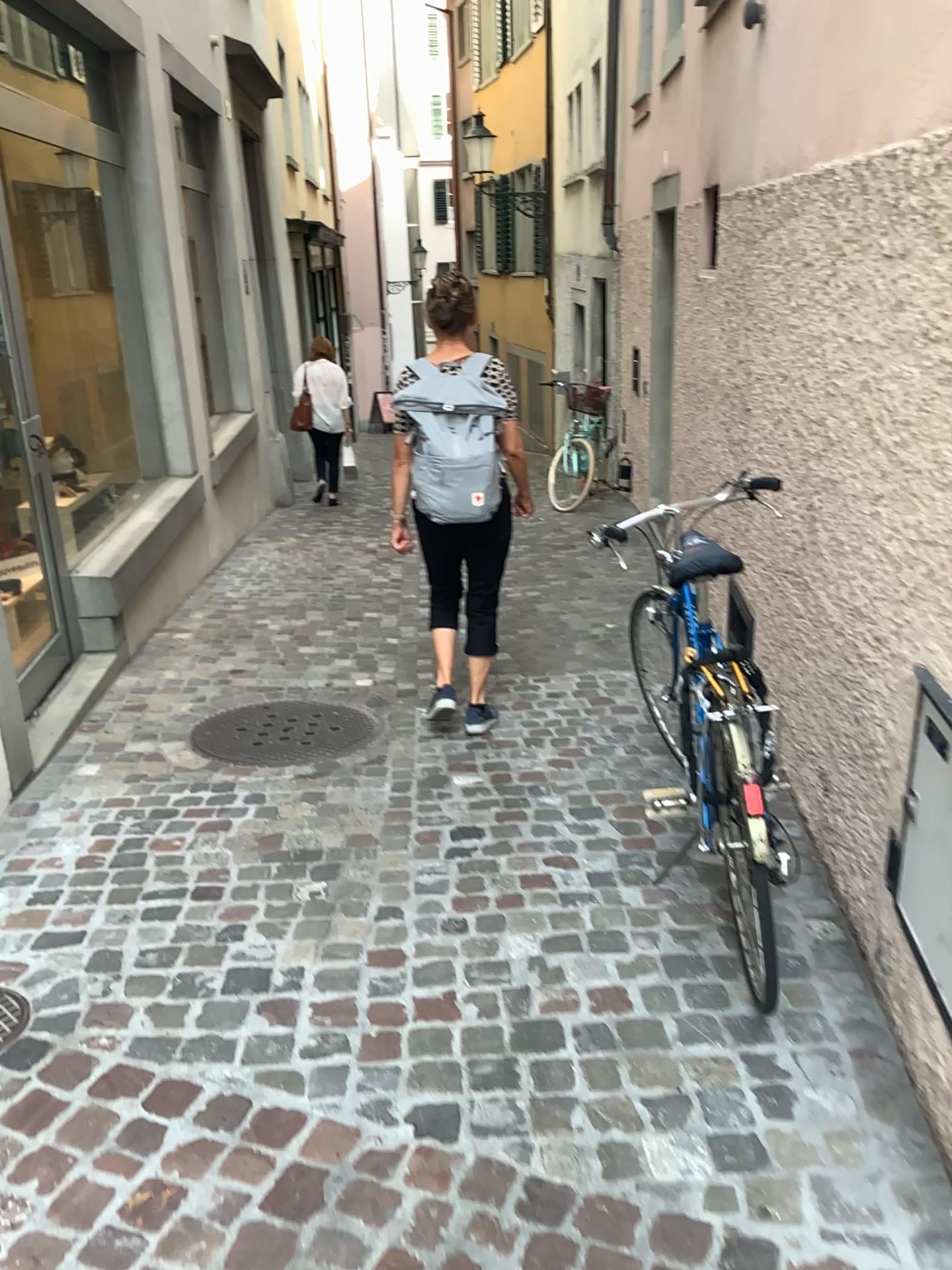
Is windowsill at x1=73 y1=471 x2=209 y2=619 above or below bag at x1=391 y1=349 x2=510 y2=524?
below

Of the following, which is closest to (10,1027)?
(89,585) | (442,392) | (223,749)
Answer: (223,749)

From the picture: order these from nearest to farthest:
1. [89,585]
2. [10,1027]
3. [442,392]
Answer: [10,1027] → [442,392] → [89,585]

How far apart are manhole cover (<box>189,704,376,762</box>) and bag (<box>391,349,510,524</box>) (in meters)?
0.85

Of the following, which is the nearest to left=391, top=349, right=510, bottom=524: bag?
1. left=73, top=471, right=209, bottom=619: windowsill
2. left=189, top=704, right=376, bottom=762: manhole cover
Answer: left=189, top=704, right=376, bottom=762: manhole cover

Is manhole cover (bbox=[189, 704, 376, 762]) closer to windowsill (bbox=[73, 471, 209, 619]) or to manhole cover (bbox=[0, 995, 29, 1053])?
windowsill (bbox=[73, 471, 209, 619])

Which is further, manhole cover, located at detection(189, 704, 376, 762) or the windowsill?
the windowsill

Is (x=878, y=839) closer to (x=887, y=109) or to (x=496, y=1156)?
(x=496, y=1156)

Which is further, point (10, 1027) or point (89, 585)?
point (89, 585)

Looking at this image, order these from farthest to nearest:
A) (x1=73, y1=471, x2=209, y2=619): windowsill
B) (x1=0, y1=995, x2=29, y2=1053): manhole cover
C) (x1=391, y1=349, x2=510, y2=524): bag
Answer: (x1=73, y1=471, x2=209, y2=619): windowsill < (x1=391, y1=349, x2=510, y2=524): bag < (x1=0, y1=995, x2=29, y2=1053): manhole cover
